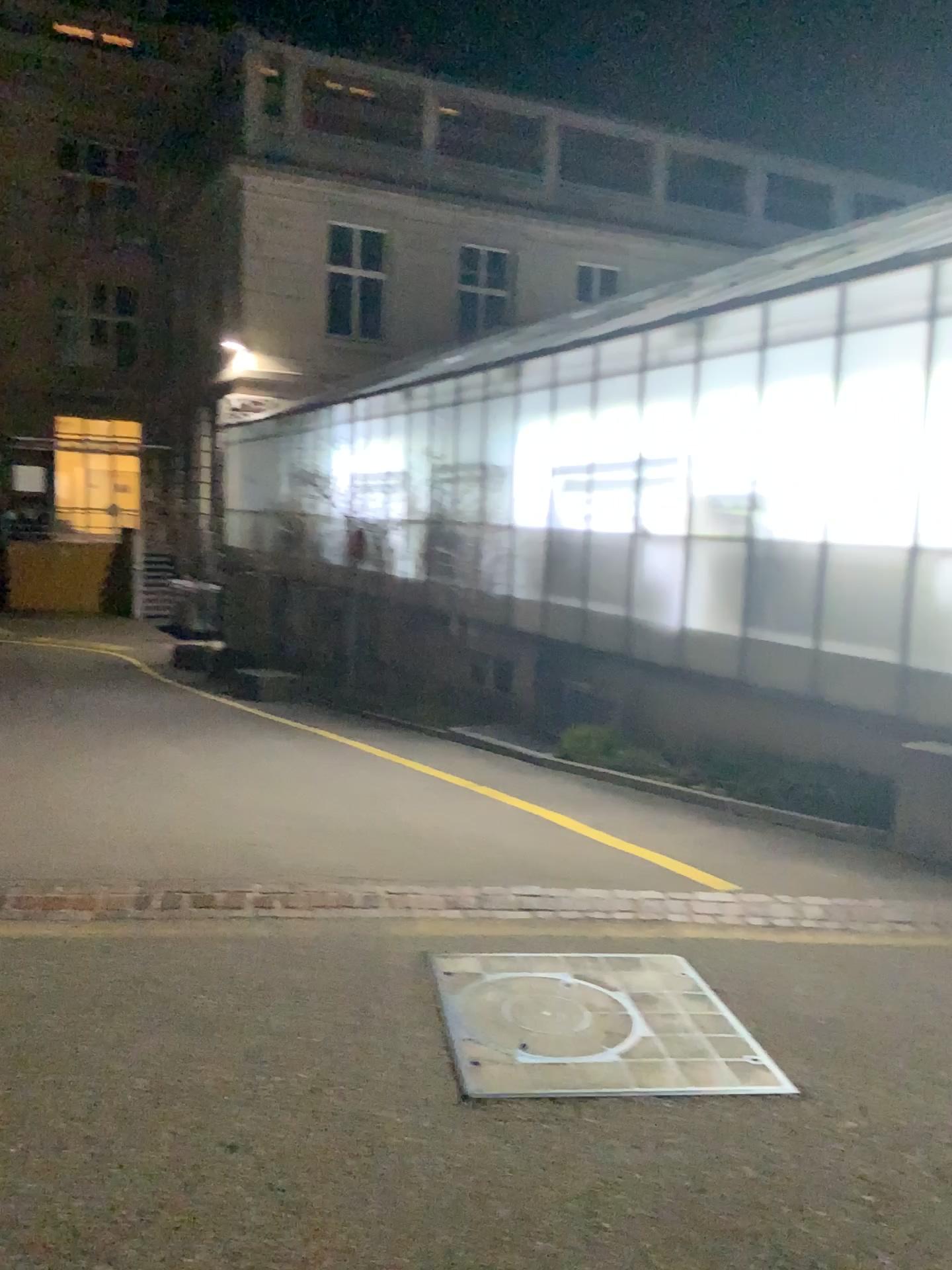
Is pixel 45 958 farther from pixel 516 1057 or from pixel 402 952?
pixel 516 1057
